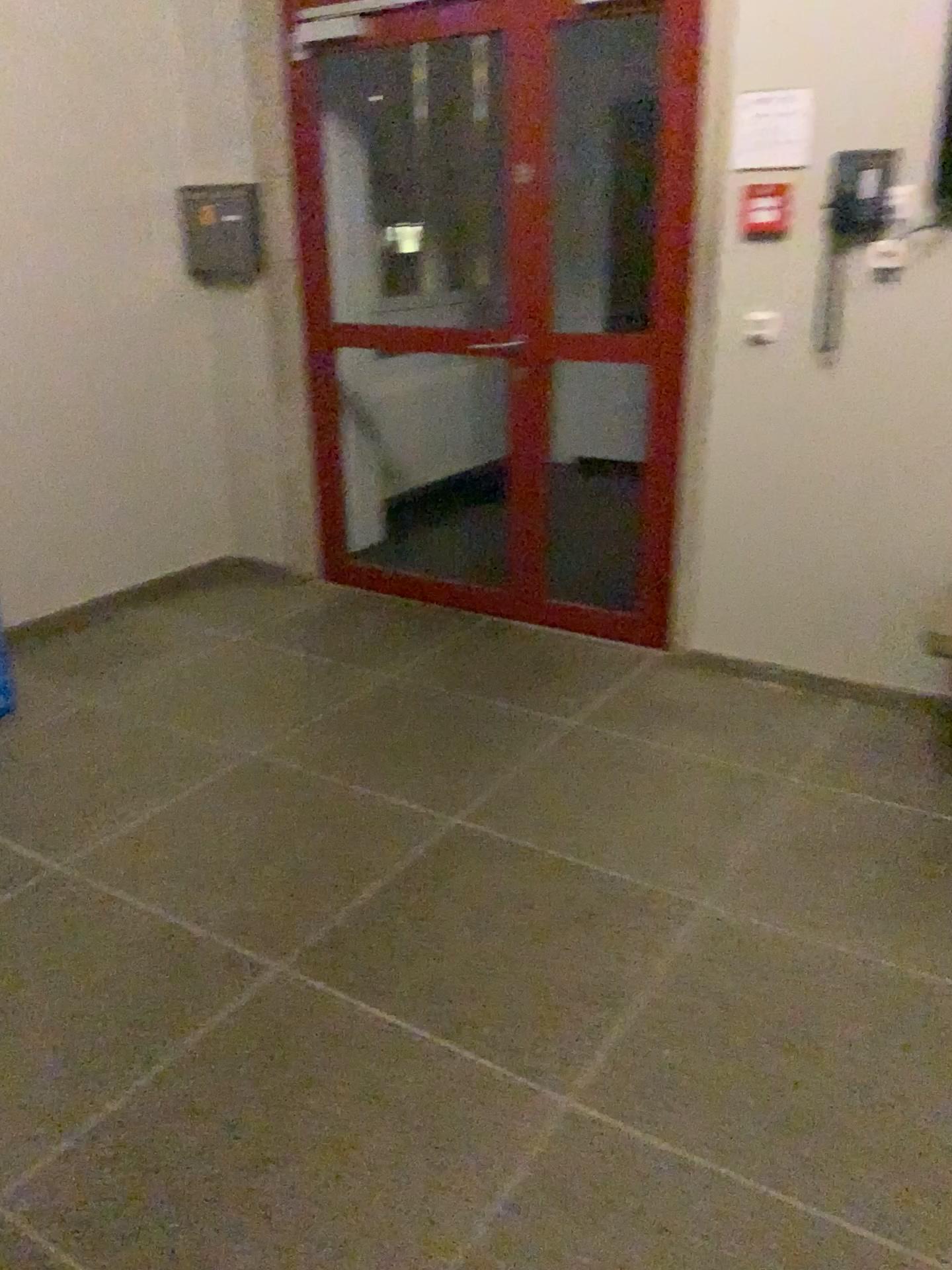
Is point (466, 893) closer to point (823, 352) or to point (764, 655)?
point (764, 655)

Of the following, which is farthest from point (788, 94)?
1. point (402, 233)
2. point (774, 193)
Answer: point (402, 233)

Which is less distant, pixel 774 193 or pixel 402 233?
pixel 774 193

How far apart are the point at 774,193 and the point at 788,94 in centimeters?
26cm

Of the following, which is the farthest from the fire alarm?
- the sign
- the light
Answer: the light

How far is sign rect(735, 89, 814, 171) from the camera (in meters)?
3.01

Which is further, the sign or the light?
the light

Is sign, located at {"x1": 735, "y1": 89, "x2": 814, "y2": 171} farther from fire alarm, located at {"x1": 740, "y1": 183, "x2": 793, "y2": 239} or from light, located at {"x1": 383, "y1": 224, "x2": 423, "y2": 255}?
light, located at {"x1": 383, "y1": 224, "x2": 423, "y2": 255}

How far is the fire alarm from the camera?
3.1 meters
